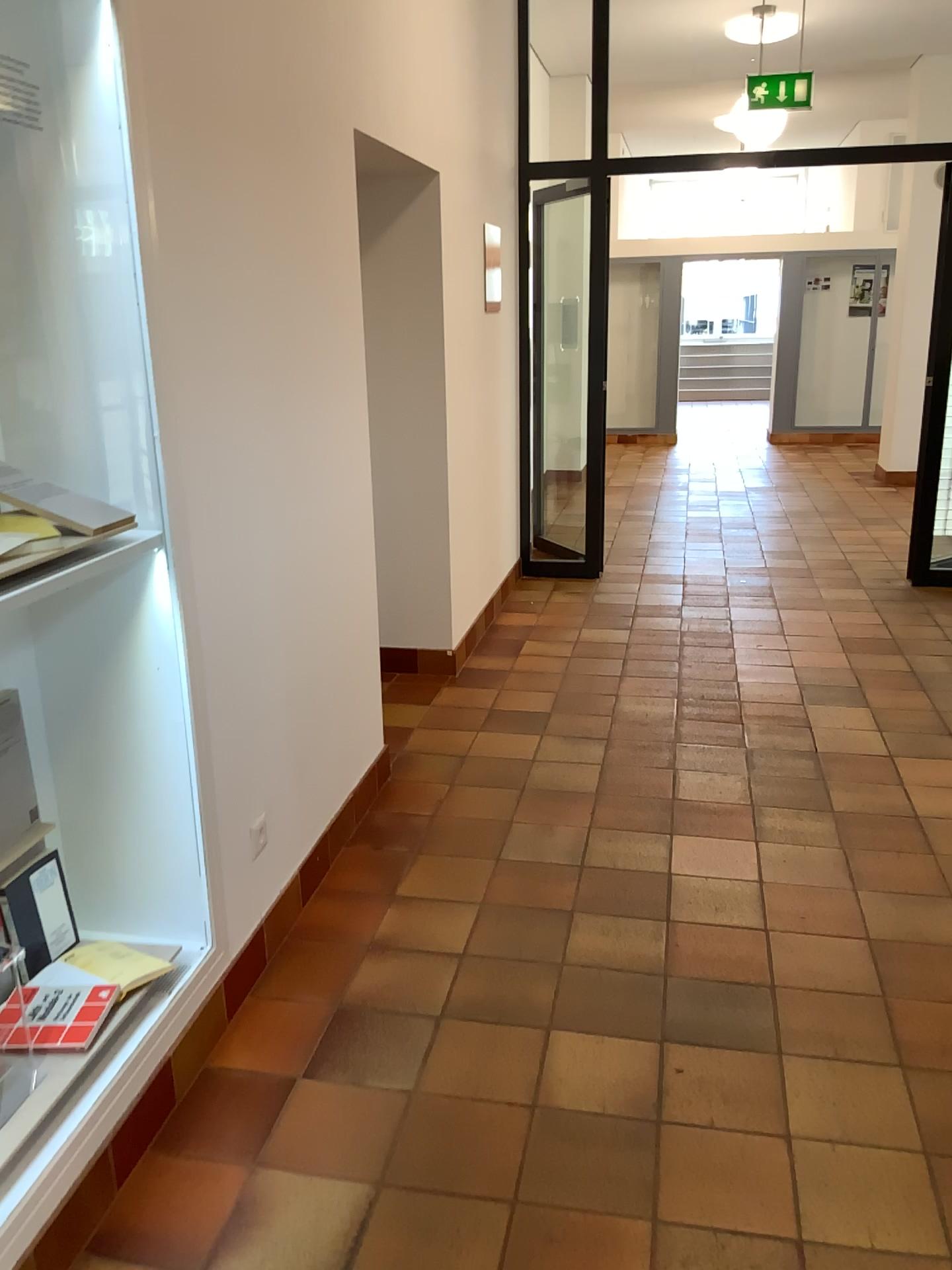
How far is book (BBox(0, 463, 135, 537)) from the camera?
1.9 meters

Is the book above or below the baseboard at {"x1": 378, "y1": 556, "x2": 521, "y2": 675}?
above

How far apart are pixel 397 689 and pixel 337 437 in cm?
164

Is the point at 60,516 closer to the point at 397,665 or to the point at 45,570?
the point at 45,570

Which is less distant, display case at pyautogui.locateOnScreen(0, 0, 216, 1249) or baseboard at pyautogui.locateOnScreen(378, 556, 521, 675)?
display case at pyautogui.locateOnScreen(0, 0, 216, 1249)

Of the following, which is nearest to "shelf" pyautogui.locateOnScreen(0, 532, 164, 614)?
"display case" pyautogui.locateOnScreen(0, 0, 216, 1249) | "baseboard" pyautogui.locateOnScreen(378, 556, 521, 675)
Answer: "display case" pyautogui.locateOnScreen(0, 0, 216, 1249)

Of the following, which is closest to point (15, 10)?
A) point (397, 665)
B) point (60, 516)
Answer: point (60, 516)

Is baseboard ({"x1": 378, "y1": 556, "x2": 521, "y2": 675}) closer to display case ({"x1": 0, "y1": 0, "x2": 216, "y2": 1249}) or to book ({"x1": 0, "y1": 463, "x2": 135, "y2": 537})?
display case ({"x1": 0, "y1": 0, "x2": 216, "y2": 1249})

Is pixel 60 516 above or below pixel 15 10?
below

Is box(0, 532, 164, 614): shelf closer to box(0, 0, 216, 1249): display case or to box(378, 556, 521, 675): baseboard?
box(0, 0, 216, 1249): display case
